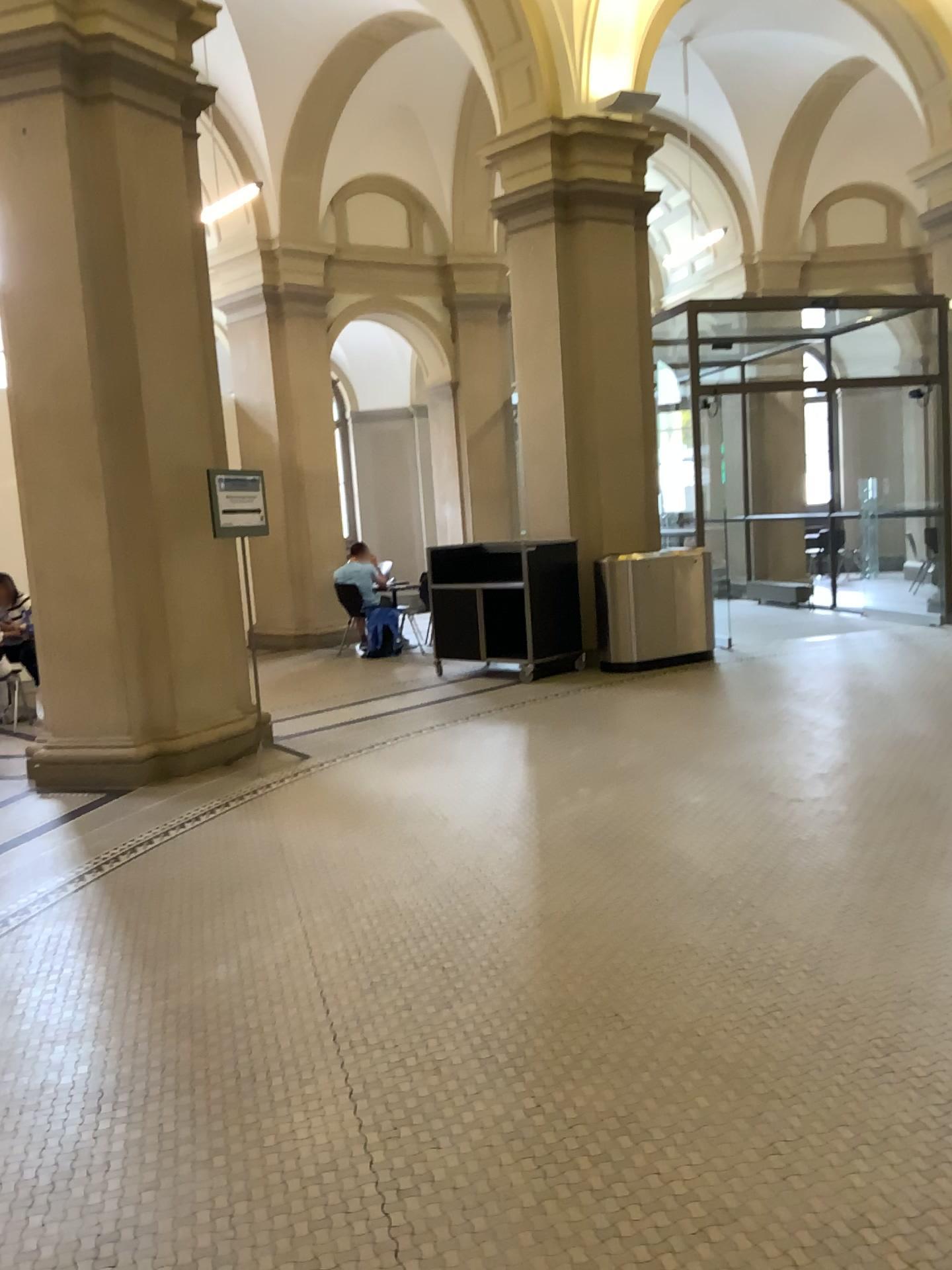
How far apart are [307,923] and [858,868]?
2.1 meters
